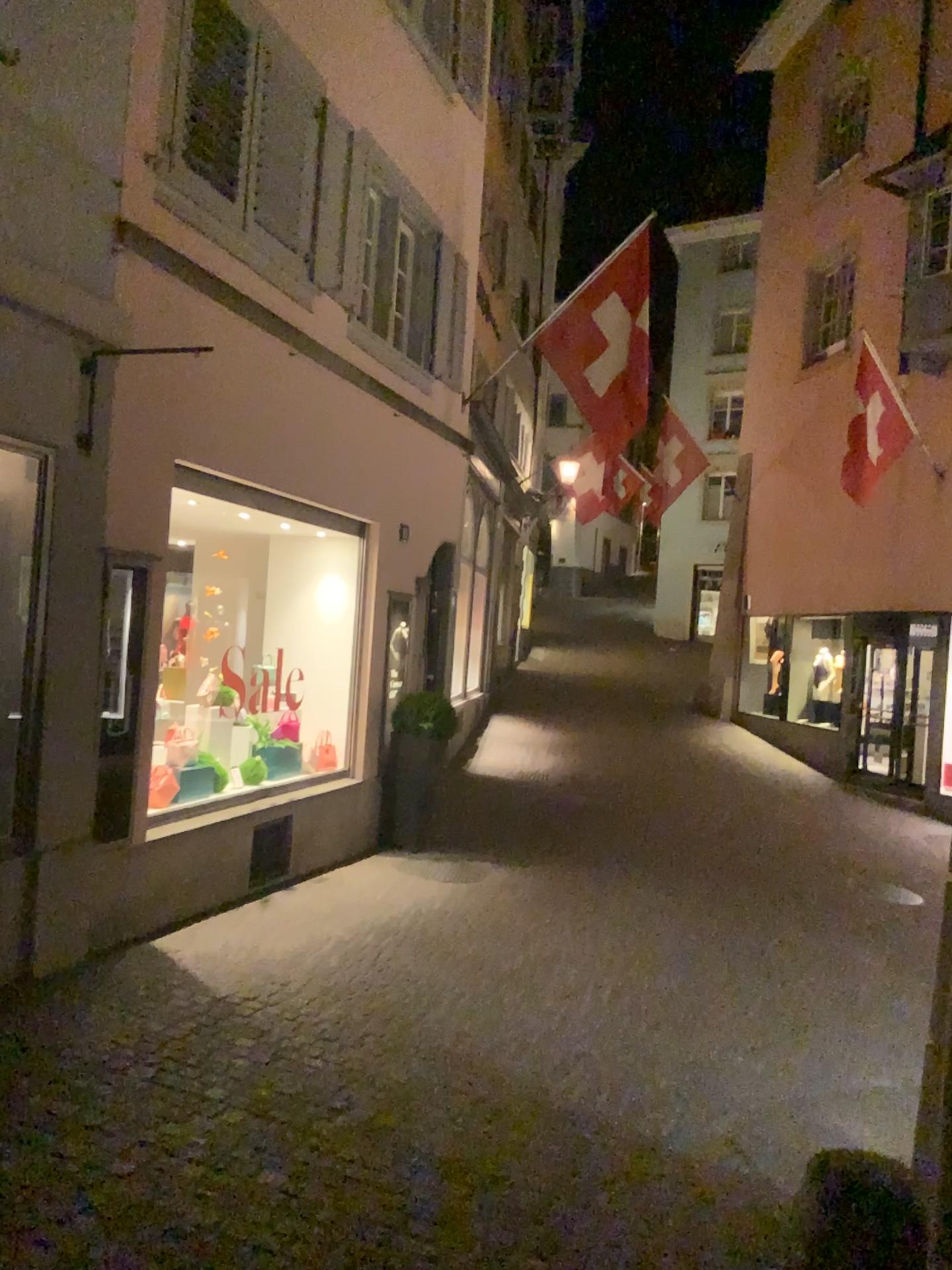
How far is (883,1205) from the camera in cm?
288
